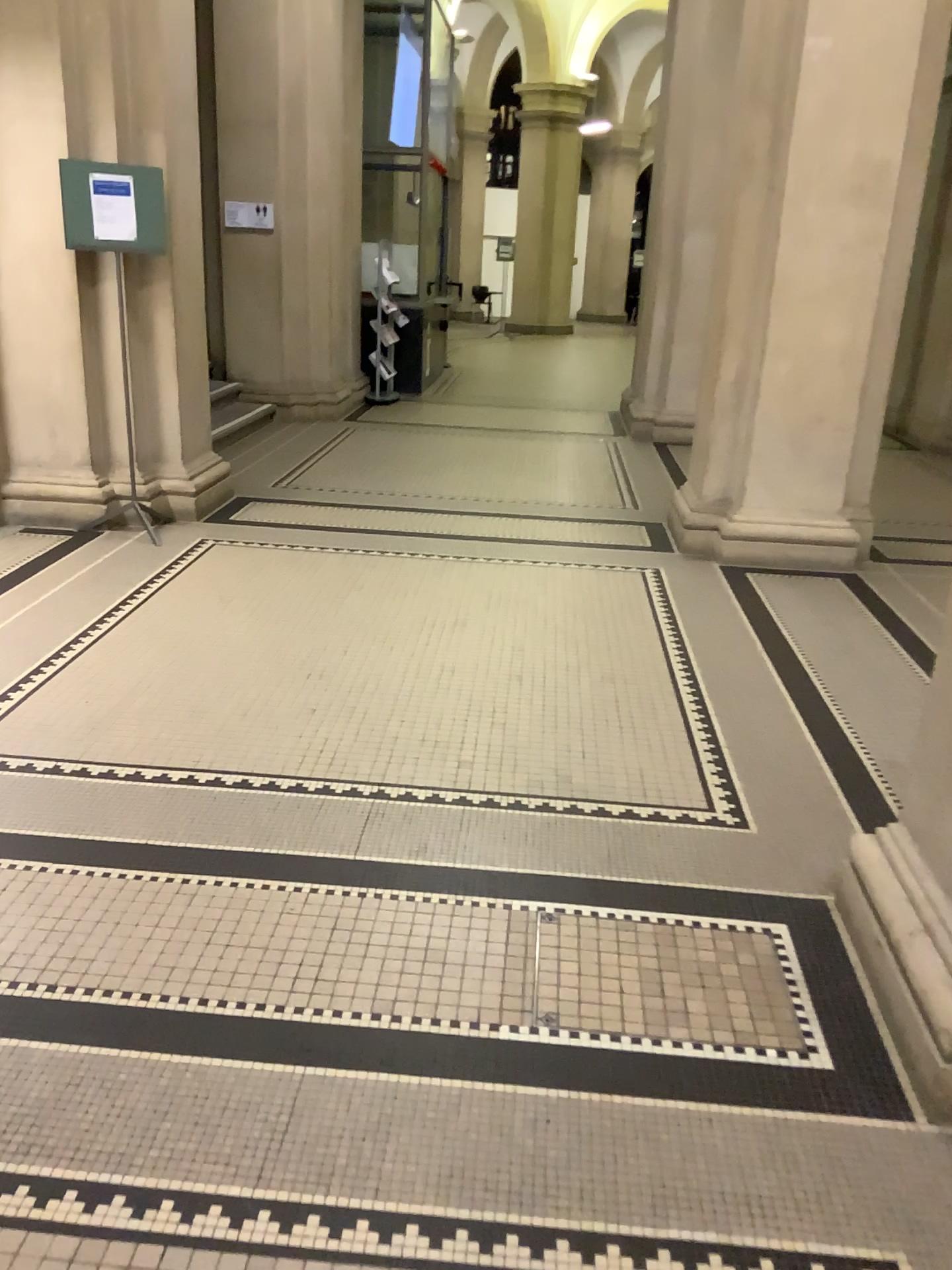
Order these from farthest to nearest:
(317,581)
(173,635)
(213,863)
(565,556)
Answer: (565,556) → (317,581) → (173,635) → (213,863)
